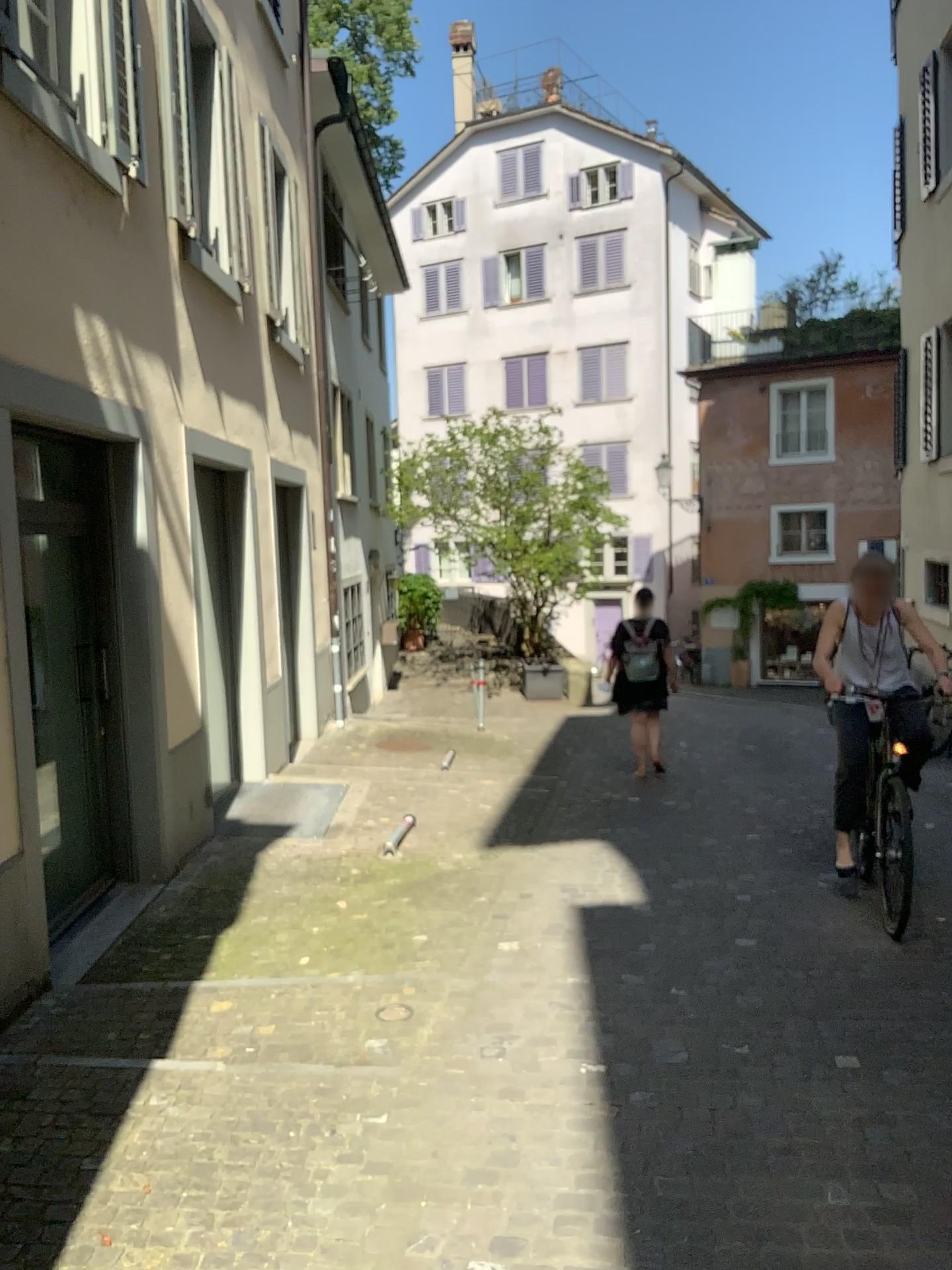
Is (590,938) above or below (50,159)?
below
